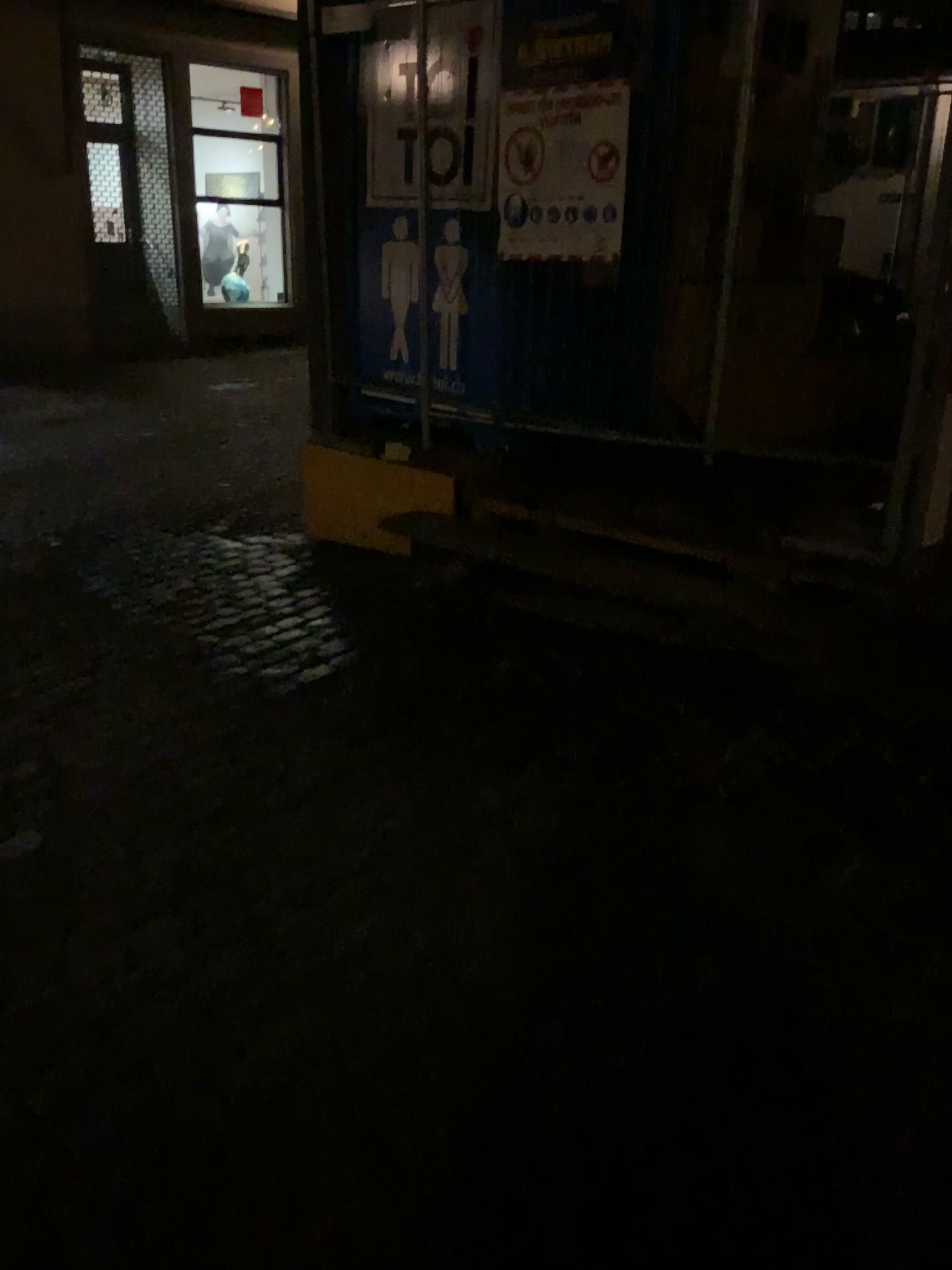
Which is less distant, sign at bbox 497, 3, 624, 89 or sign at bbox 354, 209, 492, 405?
sign at bbox 497, 3, 624, 89

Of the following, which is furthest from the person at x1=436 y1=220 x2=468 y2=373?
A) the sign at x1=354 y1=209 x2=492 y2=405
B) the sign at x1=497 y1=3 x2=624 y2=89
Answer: the sign at x1=497 y1=3 x2=624 y2=89

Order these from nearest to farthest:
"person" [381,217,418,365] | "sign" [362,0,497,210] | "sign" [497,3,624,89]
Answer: "sign" [497,3,624,89] → "sign" [362,0,497,210] → "person" [381,217,418,365]

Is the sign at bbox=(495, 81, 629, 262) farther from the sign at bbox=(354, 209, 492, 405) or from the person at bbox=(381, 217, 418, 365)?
the person at bbox=(381, 217, 418, 365)

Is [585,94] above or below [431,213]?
above

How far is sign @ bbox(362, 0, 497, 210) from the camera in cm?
424

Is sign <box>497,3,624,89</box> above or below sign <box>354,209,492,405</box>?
above

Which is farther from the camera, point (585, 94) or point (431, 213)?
point (431, 213)

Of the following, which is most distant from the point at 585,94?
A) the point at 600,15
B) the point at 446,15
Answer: the point at 446,15

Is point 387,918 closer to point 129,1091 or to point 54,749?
point 129,1091
